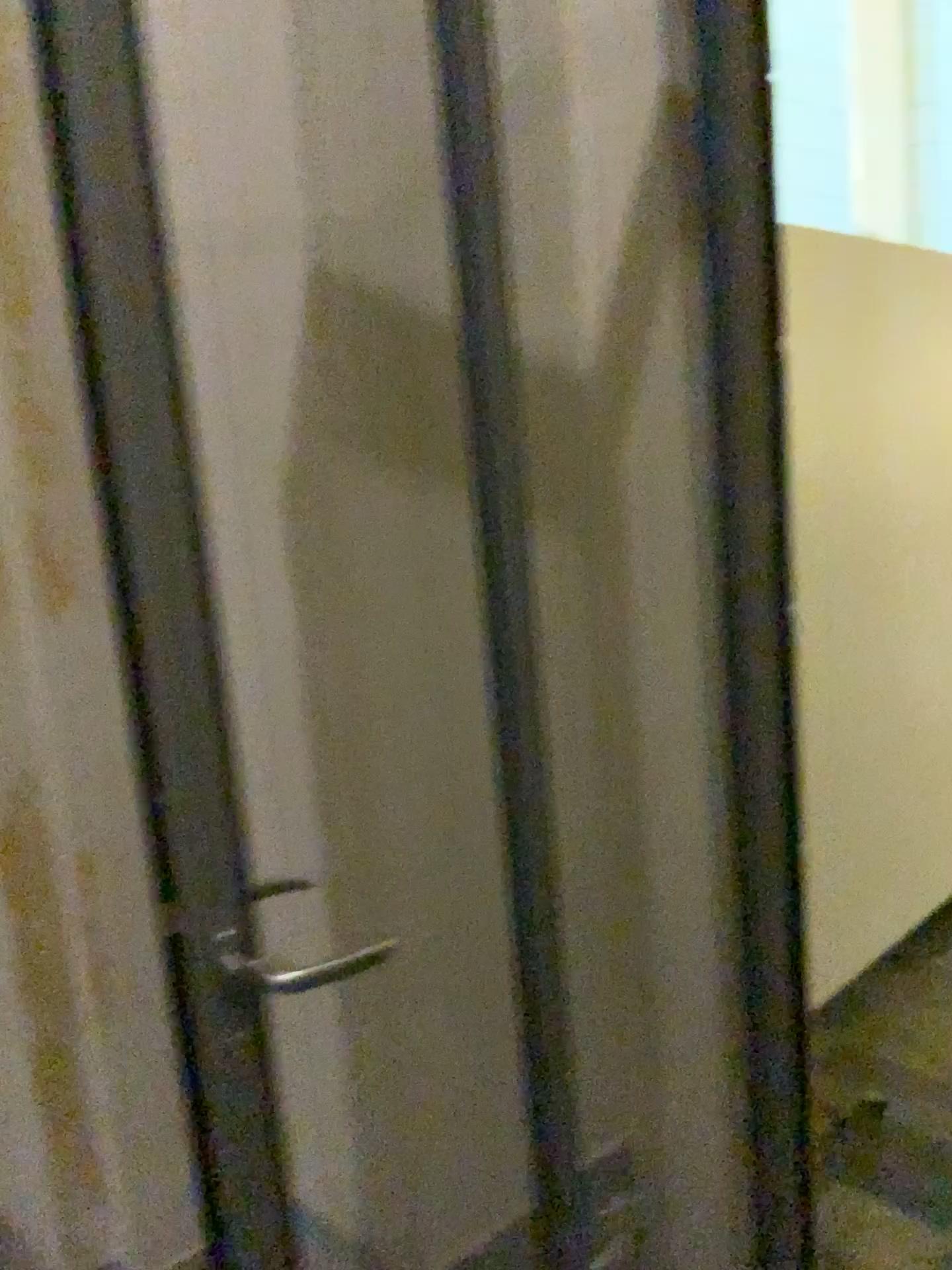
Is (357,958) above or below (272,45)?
below

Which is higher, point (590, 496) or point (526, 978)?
point (590, 496)
